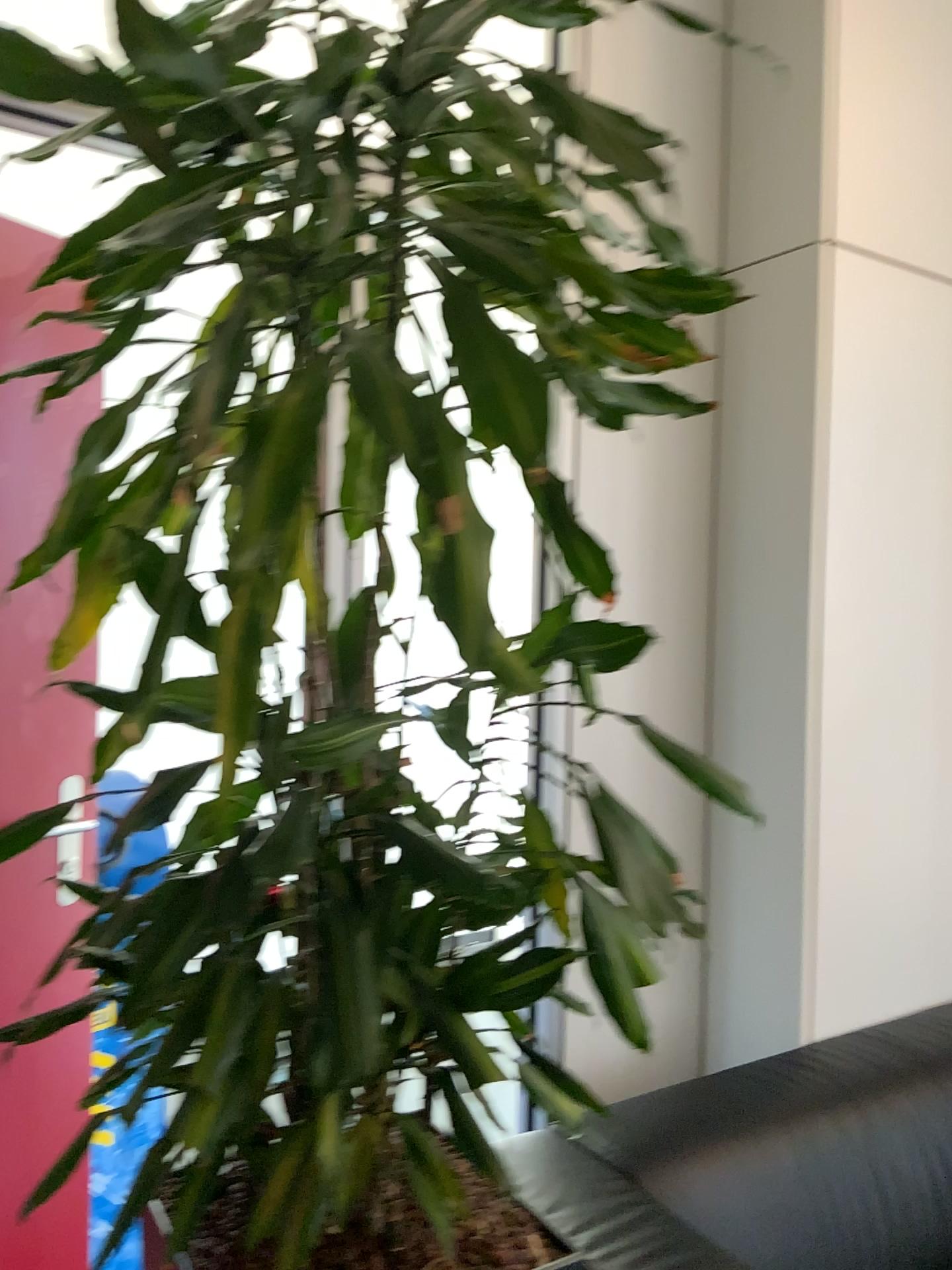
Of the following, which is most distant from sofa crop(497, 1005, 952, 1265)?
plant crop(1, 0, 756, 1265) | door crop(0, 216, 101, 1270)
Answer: door crop(0, 216, 101, 1270)

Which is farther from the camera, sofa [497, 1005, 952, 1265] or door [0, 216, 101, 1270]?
door [0, 216, 101, 1270]

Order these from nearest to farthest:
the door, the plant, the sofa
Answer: the plant < the sofa < the door

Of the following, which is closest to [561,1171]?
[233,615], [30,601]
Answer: [233,615]

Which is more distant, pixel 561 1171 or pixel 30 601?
pixel 30 601

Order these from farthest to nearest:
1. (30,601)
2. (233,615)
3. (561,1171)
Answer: (30,601) < (561,1171) < (233,615)

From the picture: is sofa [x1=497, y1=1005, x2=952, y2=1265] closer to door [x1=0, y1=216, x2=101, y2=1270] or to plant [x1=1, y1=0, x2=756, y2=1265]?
plant [x1=1, y1=0, x2=756, y2=1265]

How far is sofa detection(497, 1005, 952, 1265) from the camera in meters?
1.4

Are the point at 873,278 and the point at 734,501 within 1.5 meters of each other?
yes
